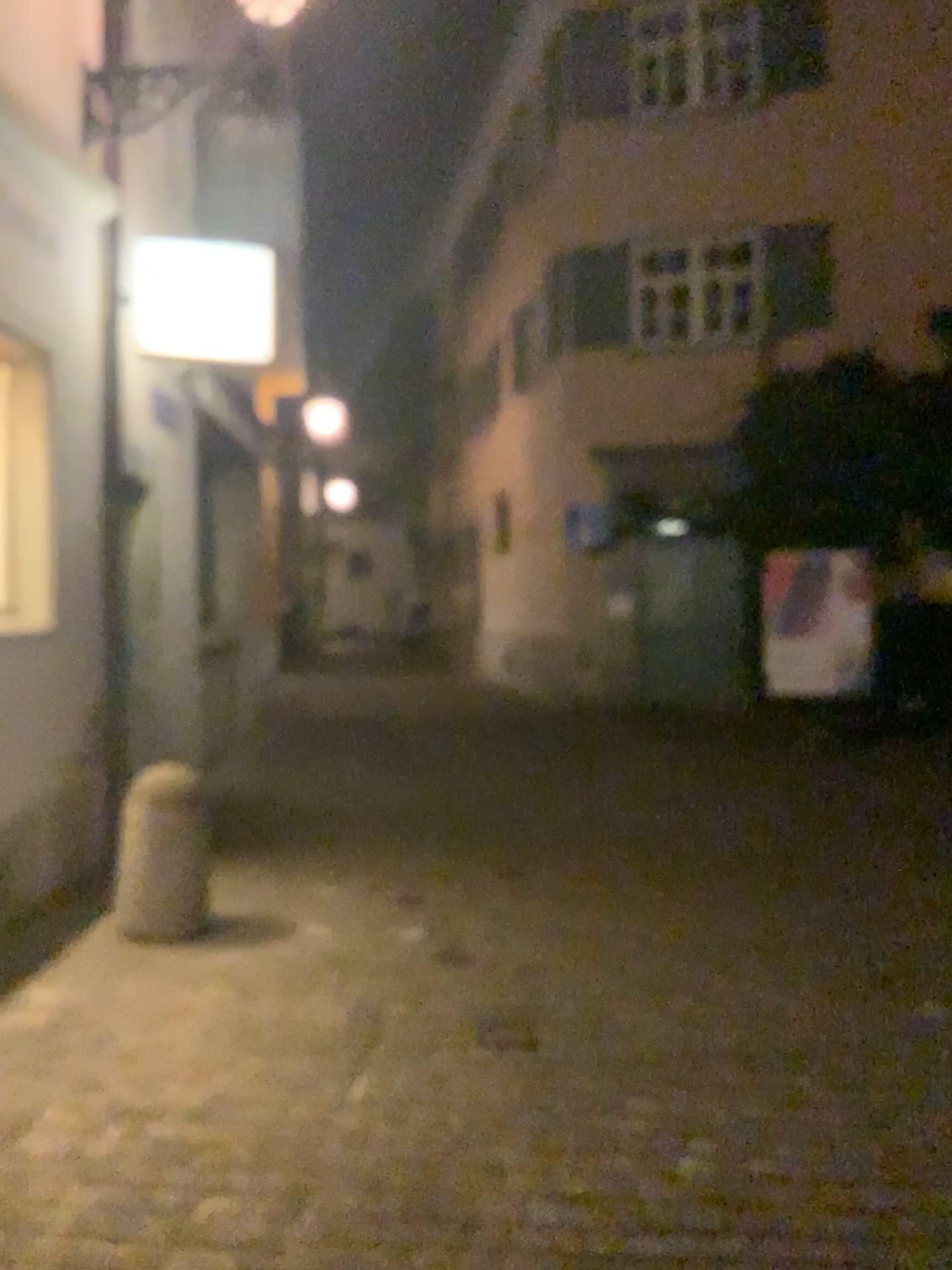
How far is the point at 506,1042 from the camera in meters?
3.6

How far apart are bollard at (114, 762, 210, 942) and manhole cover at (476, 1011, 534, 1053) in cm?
141

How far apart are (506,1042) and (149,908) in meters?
1.7

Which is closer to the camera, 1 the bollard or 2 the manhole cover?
2 the manhole cover

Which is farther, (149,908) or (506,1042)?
(149,908)

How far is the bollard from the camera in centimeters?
449cm

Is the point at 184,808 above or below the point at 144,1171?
above

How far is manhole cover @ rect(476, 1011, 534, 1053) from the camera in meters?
3.6
